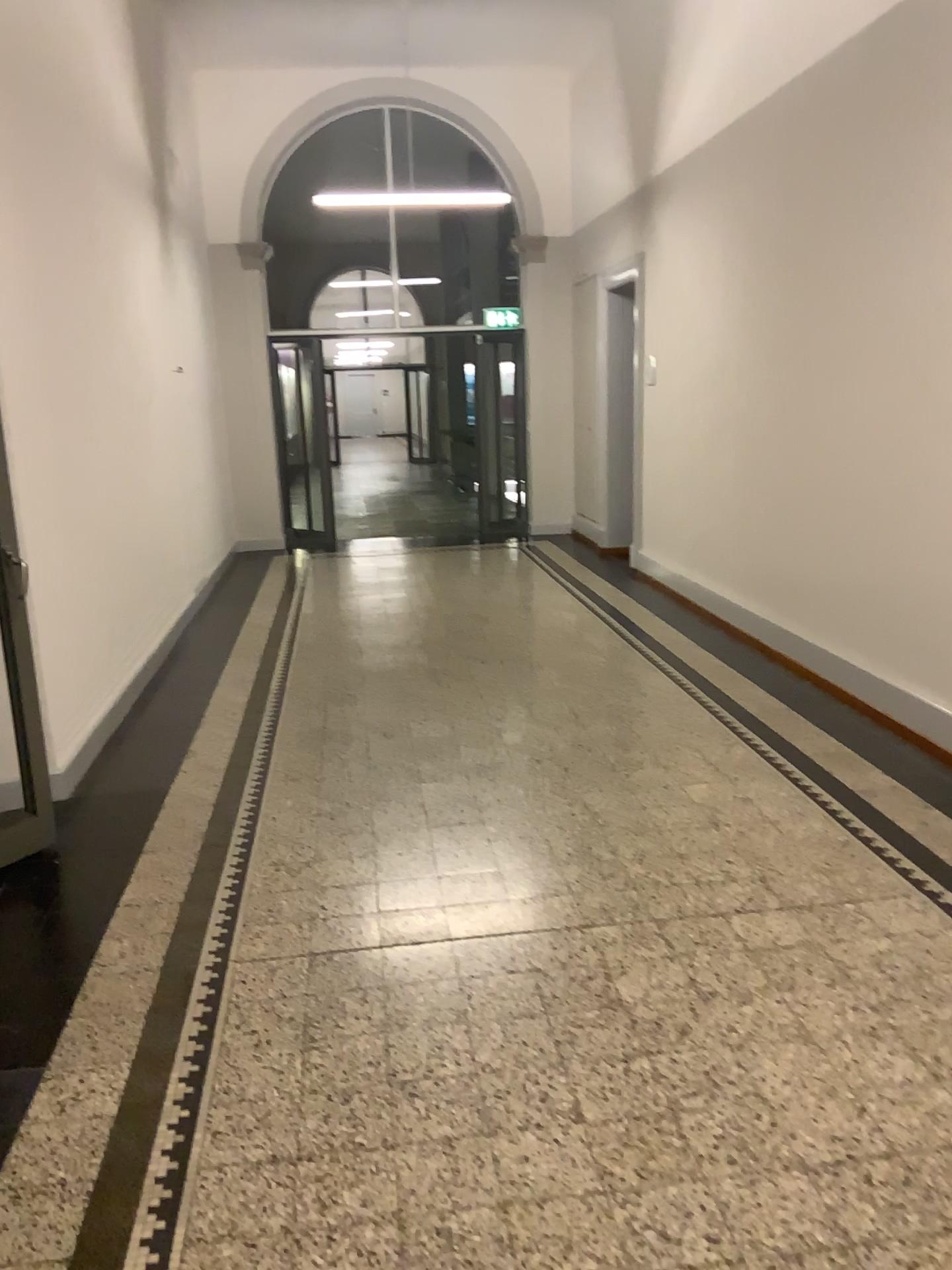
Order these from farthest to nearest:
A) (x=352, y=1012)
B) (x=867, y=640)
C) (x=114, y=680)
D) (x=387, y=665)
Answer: (x=387, y=665), (x=114, y=680), (x=867, y=640), (x=352, y=1012)
